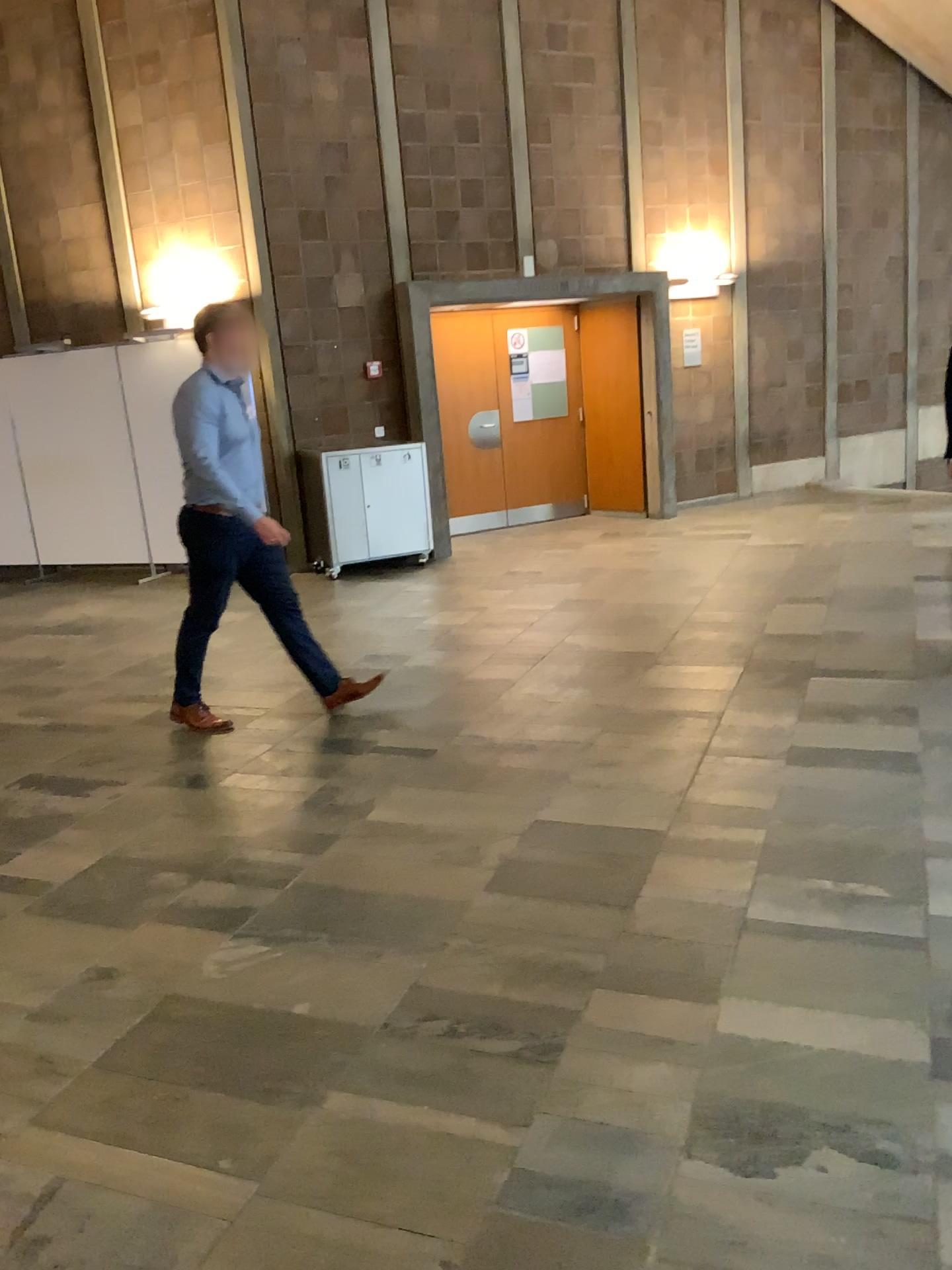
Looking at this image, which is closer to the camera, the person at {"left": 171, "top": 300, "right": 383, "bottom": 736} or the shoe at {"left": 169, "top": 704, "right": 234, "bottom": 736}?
the person at {"left": 171, "top": 300, "right": 383, "bottom": 736}

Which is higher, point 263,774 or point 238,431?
point 238,431

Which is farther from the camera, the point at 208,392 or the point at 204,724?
the point at 204,724

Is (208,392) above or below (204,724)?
above
